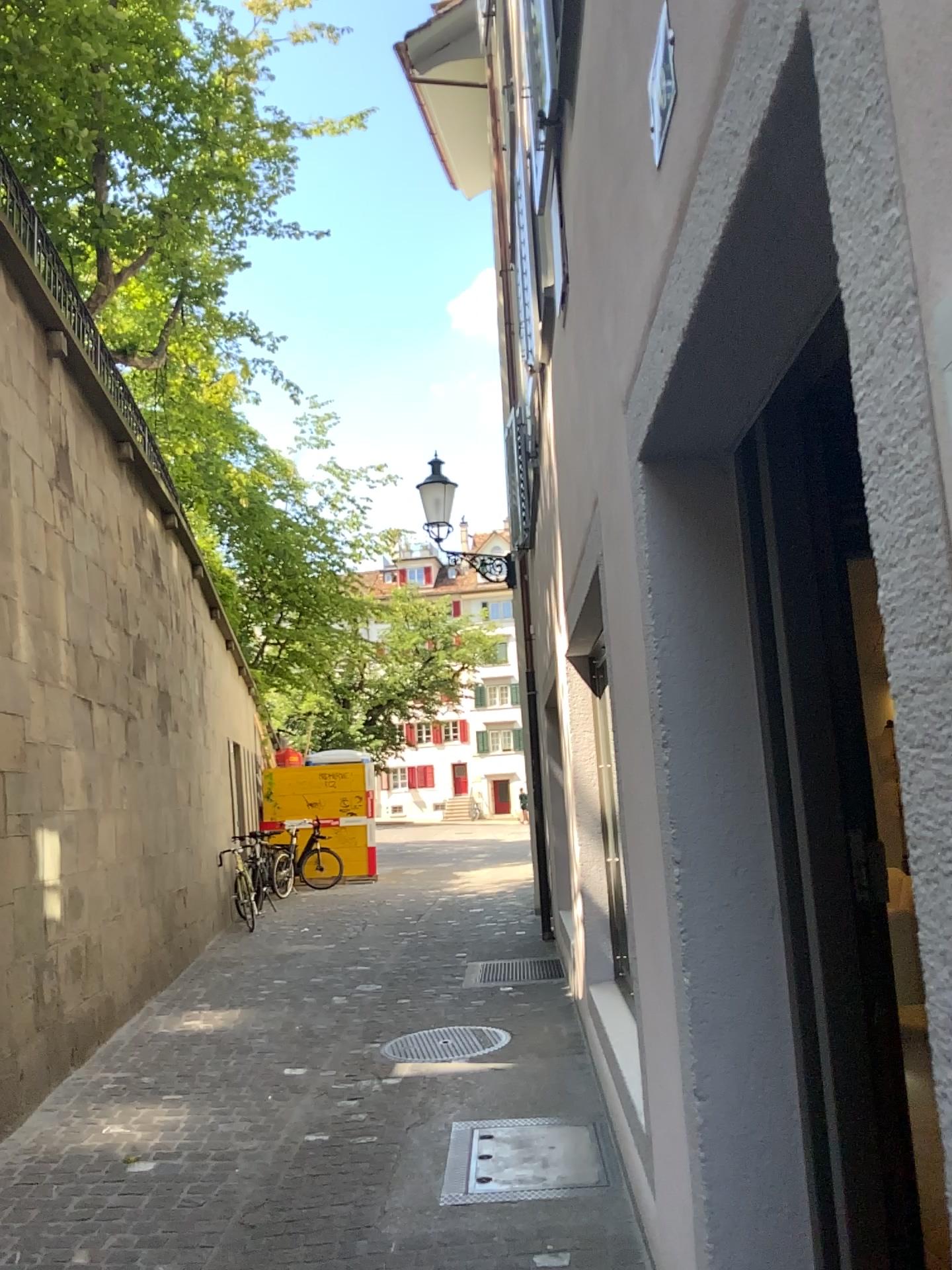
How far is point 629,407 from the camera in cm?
217

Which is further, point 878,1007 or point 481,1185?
point 481,1185

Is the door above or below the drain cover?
above

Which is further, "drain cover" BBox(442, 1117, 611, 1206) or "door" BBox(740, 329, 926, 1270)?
"drain cover" BBox(442, 1117, 611, 1206)

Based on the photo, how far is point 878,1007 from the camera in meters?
1.8 m

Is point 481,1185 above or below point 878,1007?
below

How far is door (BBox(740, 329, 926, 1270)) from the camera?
1.8 meters
